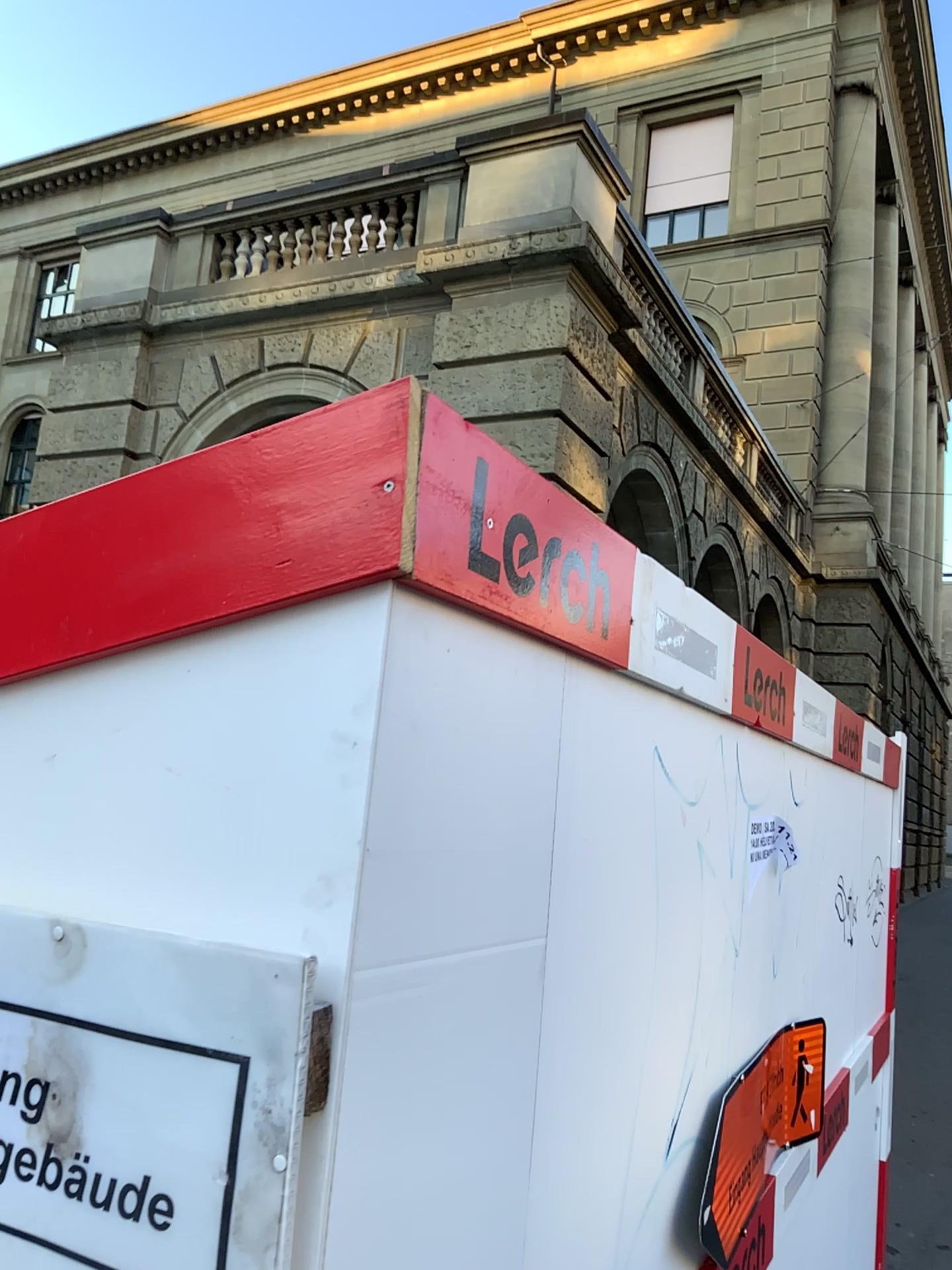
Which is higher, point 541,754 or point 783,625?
point 783,625

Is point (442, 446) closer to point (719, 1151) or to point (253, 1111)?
point (253, 1111)

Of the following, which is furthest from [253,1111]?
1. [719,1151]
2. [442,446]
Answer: [719,1151]

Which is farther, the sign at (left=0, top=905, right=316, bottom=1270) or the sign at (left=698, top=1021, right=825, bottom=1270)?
the sign at (left=698, top=1021, right=825, bottom=1270)

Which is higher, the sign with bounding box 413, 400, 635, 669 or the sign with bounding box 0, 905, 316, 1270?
the sign with bounding box 413, 400, 635, 669

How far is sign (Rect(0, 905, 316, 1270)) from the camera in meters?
0.7

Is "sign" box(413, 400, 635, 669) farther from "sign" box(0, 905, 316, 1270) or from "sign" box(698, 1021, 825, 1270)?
"sign" box(698, 1021, 825, 1270)

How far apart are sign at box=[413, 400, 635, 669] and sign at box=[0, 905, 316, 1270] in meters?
0.3 m

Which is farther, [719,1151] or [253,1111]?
[719,1151]

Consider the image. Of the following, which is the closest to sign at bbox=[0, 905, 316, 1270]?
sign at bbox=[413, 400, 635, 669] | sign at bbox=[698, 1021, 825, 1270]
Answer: sign at bbox=[413, 400, 635, 669]
